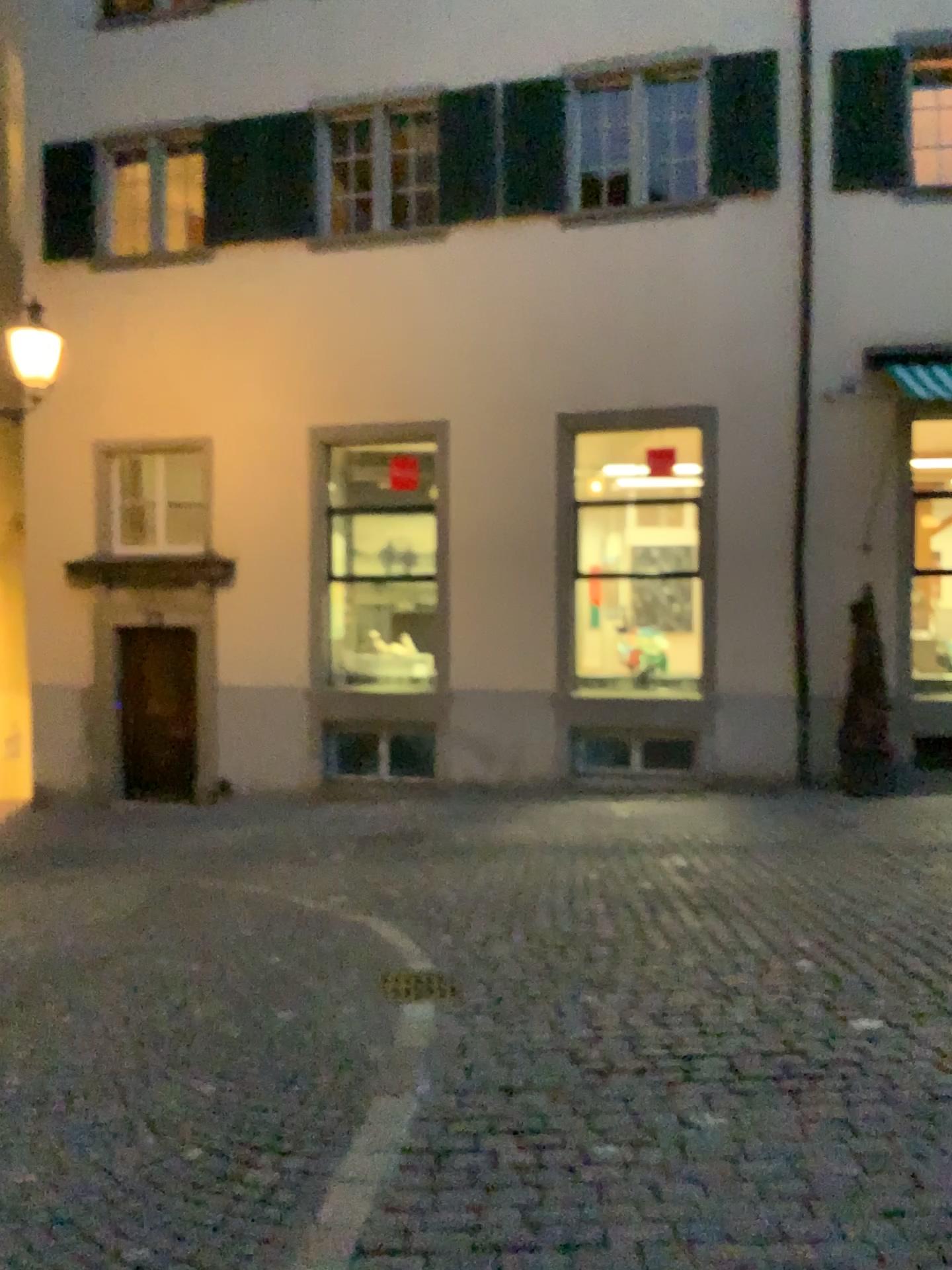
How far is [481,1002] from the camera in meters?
4.8
